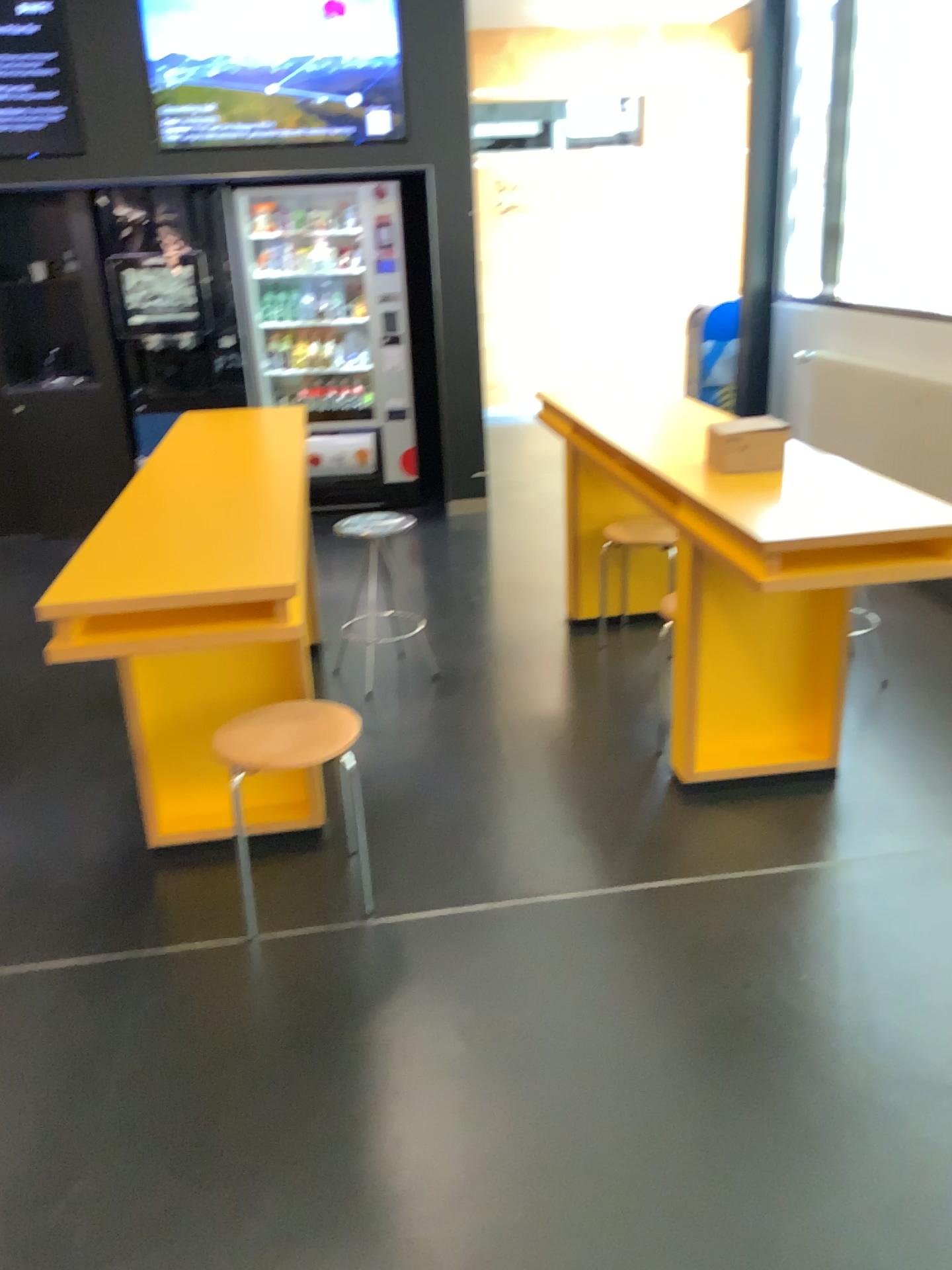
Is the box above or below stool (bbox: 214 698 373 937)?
above

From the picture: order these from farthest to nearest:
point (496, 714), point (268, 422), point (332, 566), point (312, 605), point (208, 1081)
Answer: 1. point (332, 566)
2. point (312, 605)
3. point (268, 422)
4. point (496, 714)
5. point (208, 1081)

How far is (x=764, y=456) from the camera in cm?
281

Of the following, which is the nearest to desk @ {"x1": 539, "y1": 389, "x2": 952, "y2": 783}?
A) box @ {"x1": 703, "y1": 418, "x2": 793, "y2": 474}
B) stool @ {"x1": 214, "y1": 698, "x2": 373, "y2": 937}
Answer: box @ {"x1": 703, "y1": 418, "x2": 793, "y2": 474}

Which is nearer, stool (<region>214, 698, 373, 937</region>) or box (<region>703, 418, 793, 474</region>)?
stool (<region>214, 698, 373, 937</region>)

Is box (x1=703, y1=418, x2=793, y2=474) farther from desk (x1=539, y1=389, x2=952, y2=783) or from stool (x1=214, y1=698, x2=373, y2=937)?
stool (x1=214, y1=698, x2=373, y2=937)

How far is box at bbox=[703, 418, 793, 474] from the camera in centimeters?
281cm

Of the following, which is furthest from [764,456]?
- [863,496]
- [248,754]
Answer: [248,754]

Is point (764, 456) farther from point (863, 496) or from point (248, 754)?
point (248, 754)
